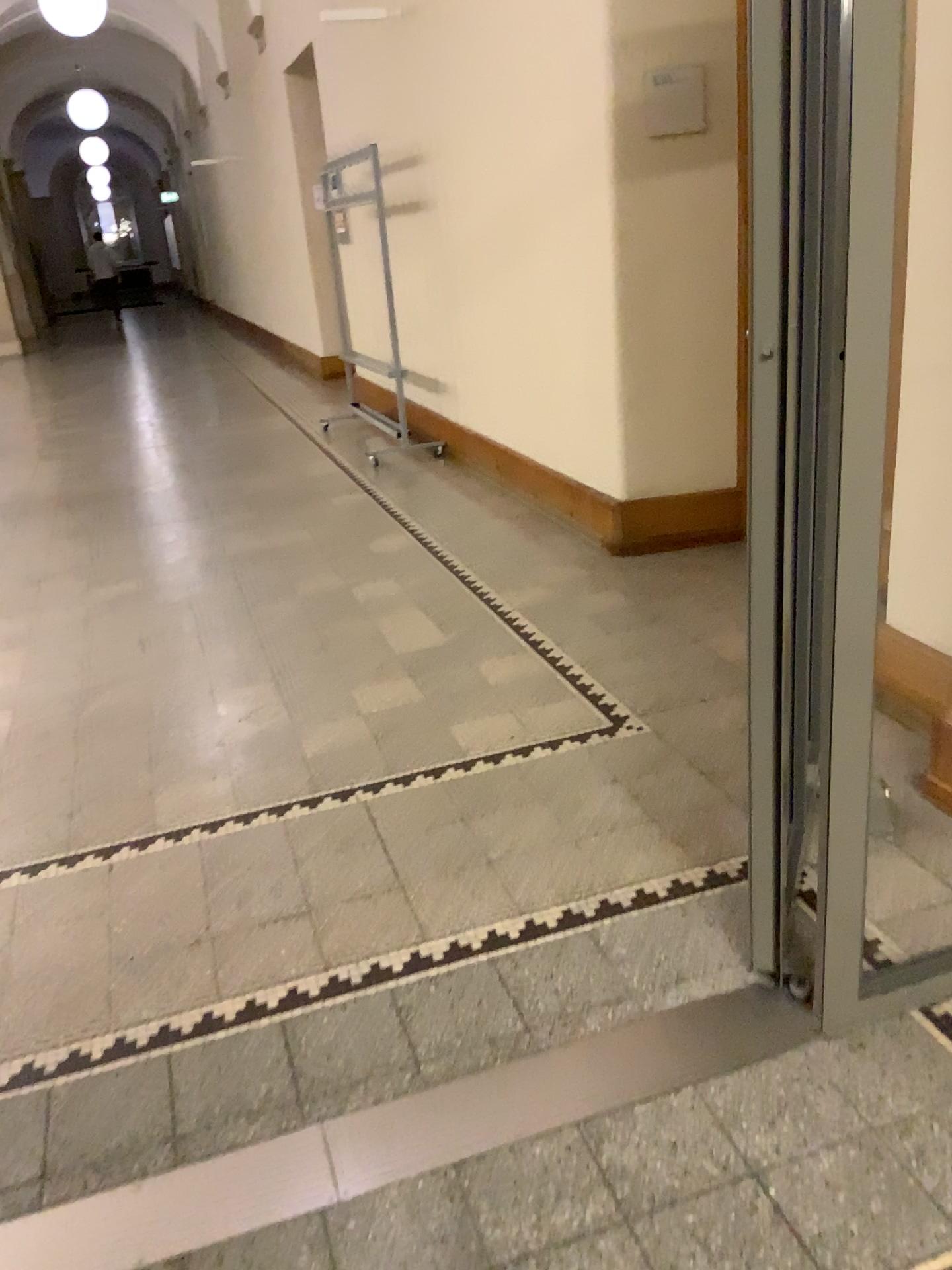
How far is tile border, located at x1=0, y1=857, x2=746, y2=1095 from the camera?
1.84m

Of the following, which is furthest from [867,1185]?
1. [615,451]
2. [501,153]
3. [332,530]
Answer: [501,153]

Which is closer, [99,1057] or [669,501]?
[99,1057]

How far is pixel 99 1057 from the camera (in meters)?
1.84

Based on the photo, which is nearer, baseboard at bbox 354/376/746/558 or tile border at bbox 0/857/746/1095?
tile border at bbox 0/857/746/1095
